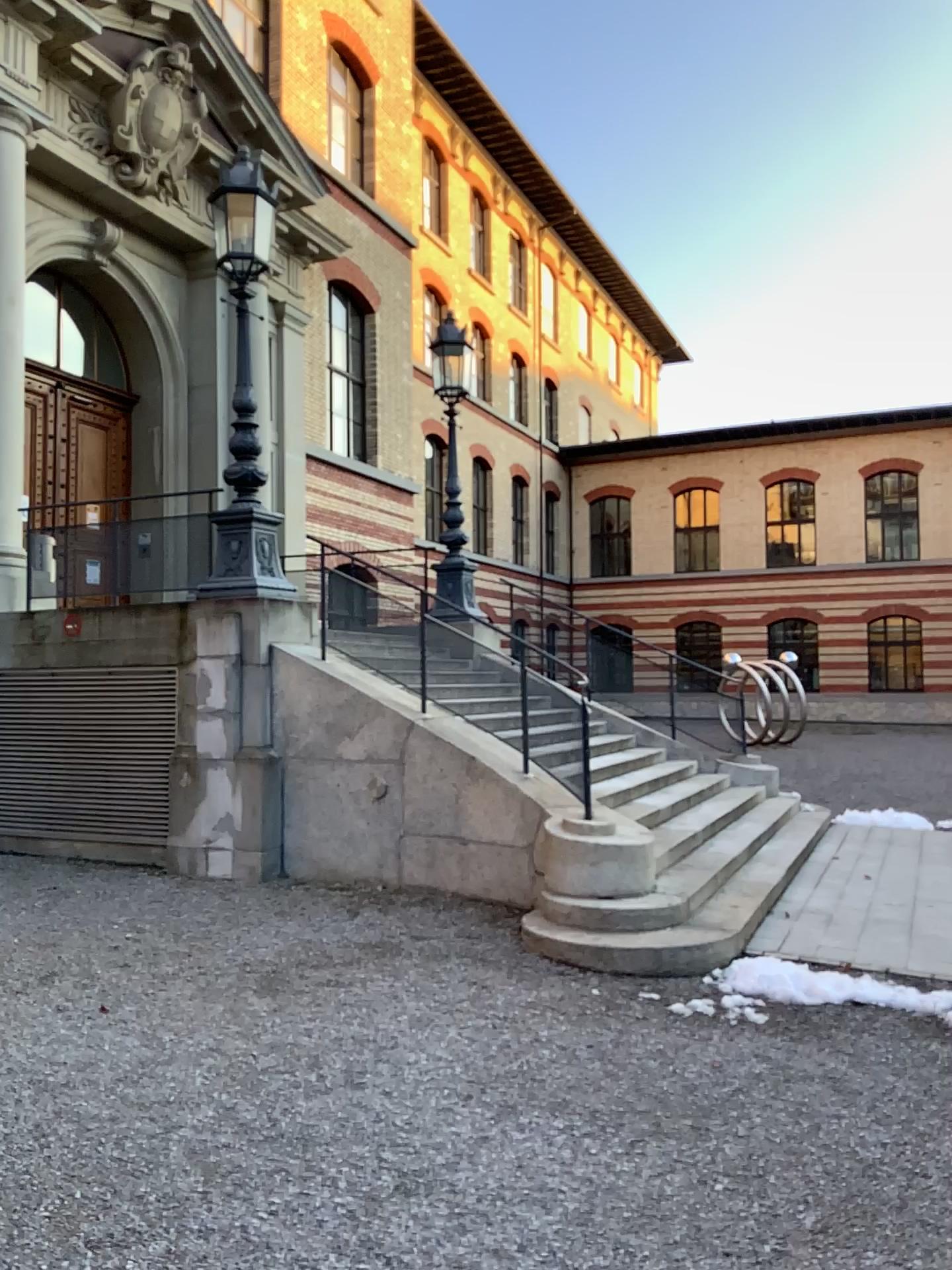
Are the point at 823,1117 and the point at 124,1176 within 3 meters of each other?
yes
